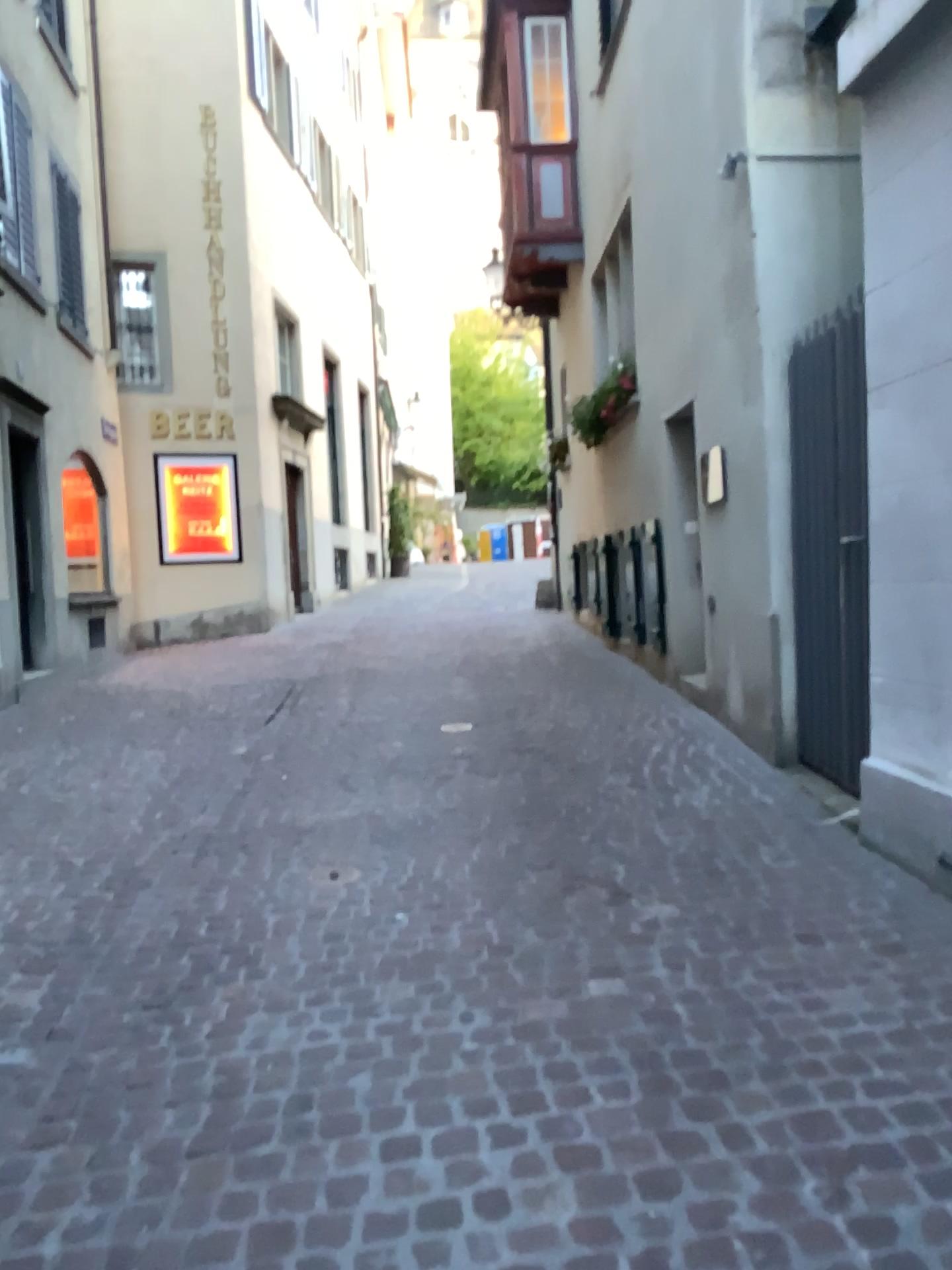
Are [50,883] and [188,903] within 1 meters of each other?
yes
